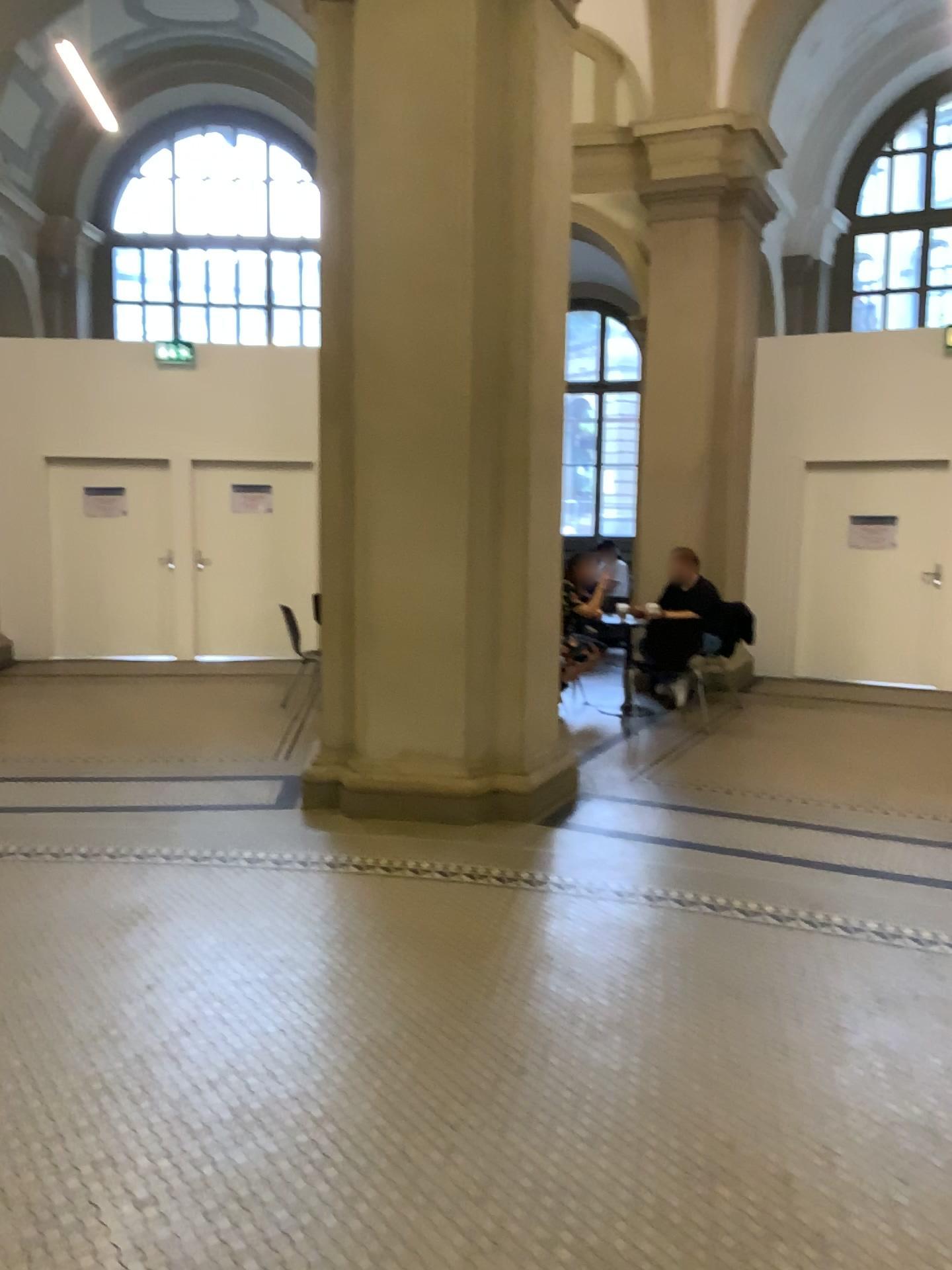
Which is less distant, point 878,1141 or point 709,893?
point 878,1141
